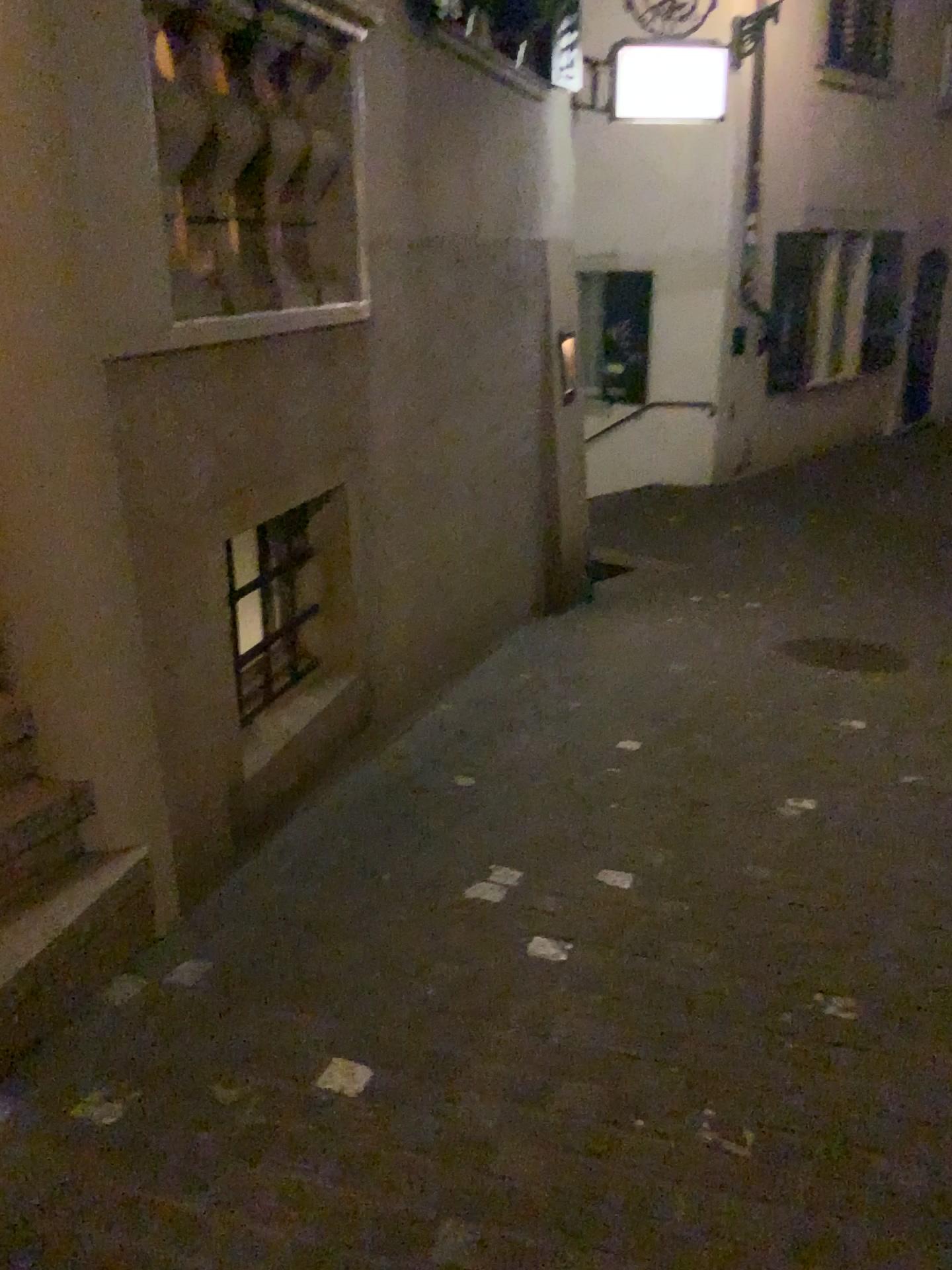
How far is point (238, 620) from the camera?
3.3m

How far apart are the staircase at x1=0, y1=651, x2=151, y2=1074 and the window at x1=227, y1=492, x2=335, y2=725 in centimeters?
91cm

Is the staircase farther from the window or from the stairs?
the window

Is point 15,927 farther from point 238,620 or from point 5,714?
point 238,620

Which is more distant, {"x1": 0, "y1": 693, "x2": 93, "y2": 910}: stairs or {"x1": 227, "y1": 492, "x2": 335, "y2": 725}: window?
{"x1": 227, "y1": 492, "x2": 335, "y2": 725}: window

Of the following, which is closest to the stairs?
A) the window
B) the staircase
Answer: the staircase

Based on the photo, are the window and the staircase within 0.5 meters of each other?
no

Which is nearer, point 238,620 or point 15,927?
point 15,927

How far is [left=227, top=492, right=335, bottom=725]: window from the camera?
3.3 meters

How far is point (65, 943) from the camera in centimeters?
222cm
